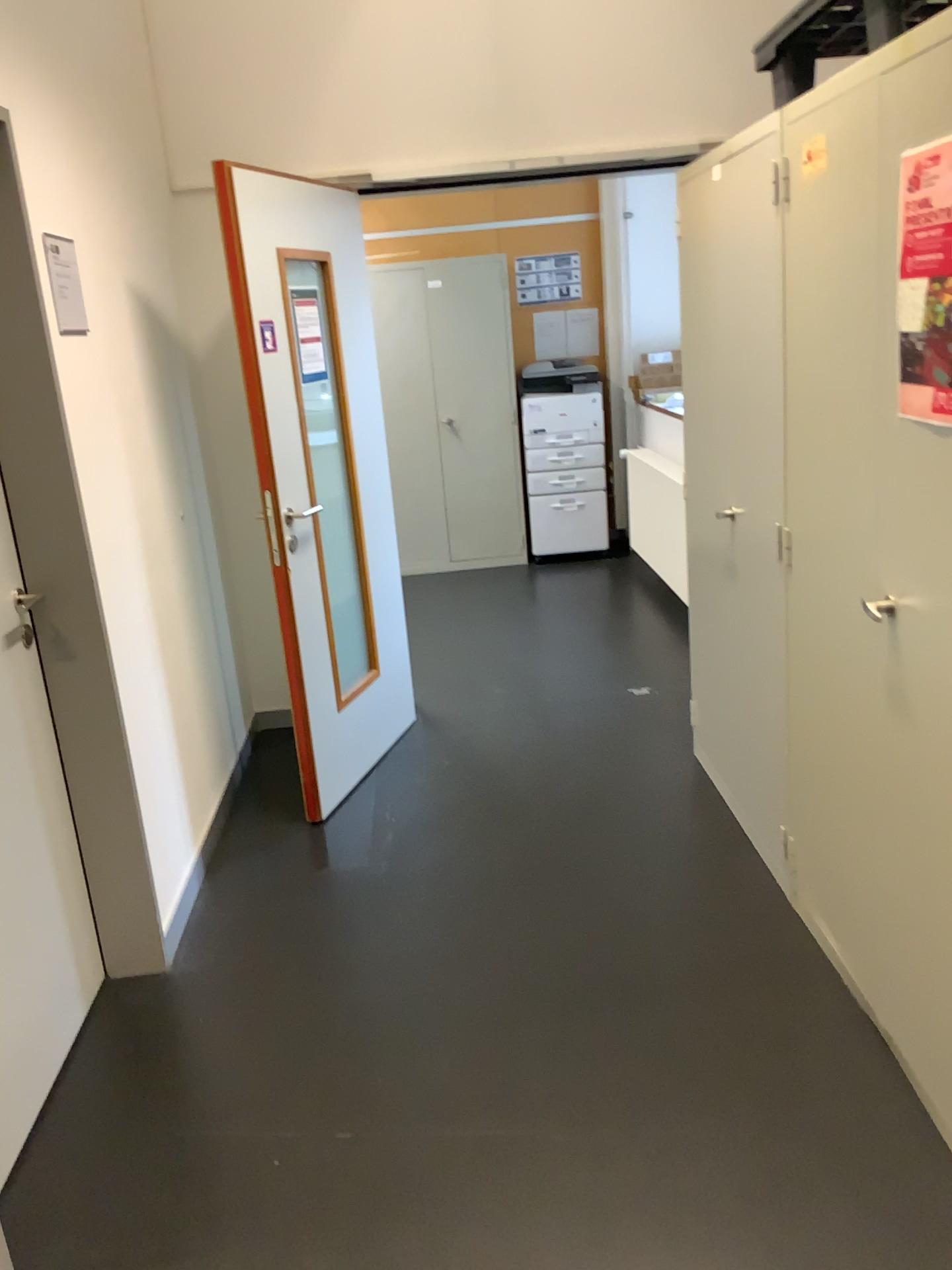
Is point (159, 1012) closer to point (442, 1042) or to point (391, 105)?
point (442, 1042)

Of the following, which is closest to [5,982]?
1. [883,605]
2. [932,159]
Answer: [883,605]

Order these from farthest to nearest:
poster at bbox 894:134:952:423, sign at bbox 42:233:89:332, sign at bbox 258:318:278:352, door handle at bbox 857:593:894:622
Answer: sign at bbox 258:318:278:352 < sign at bbox 42:233:89:332 < door handle at bbox 857:593:894:622 < poster at bbox 894:134:952:423

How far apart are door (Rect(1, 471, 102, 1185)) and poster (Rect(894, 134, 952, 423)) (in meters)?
1.81

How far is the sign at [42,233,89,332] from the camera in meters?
2.3

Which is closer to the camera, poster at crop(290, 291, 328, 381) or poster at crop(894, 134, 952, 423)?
poster at crop(894, 134, 952, 423)

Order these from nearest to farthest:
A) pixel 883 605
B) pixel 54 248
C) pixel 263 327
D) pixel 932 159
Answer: pixel 932 159
pixel 883 605
pixel 54 248
pixel 263 327

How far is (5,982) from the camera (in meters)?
2.11

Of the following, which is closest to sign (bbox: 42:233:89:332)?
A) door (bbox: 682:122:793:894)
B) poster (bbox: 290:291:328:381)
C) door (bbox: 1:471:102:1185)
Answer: door (bbox: 1:471:102:1185)

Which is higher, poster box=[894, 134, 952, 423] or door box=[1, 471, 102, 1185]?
poster box=[894, 134, 952, 423]
